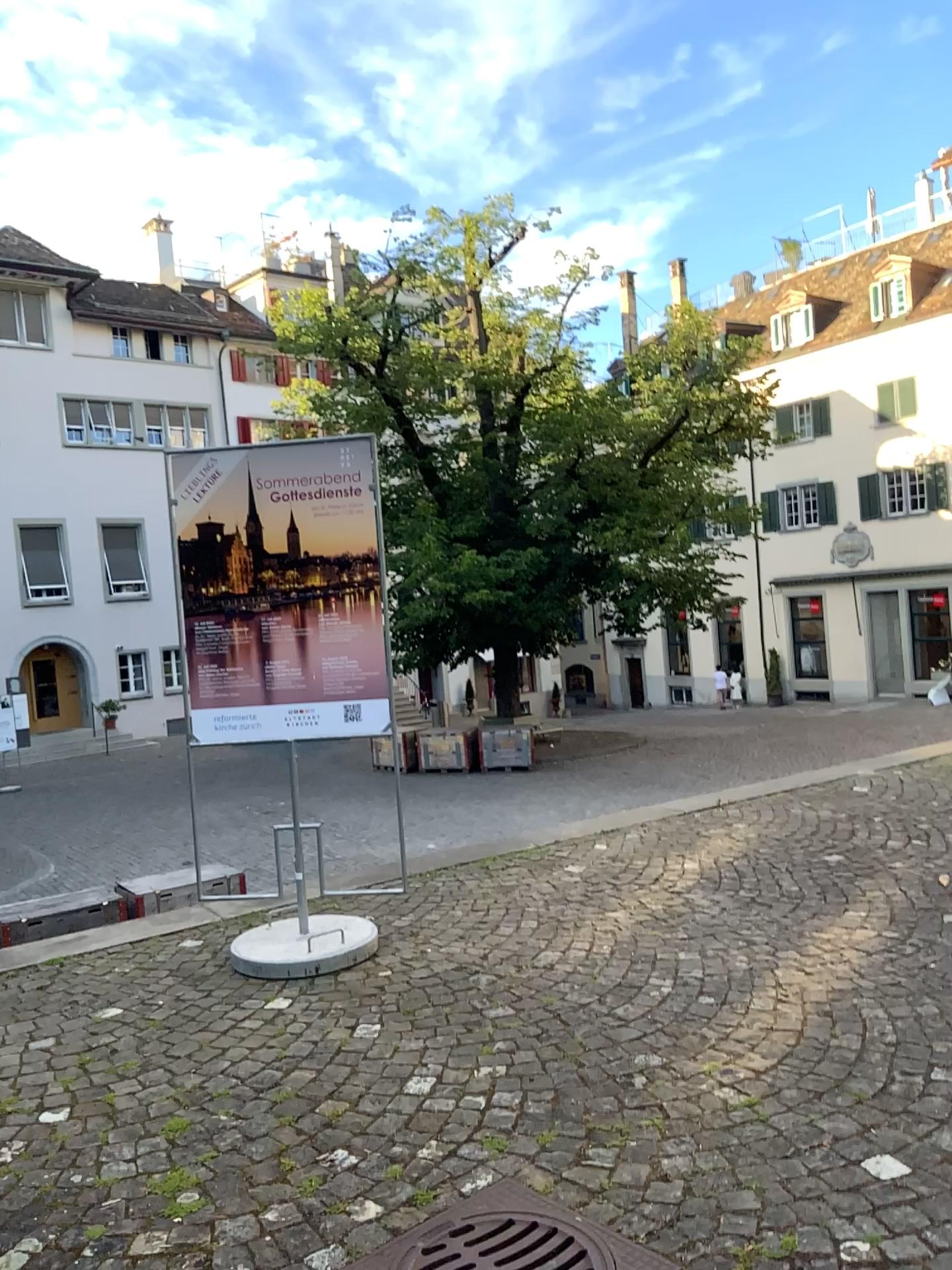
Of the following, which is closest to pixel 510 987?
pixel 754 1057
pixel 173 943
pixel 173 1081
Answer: pixel 754 1057
